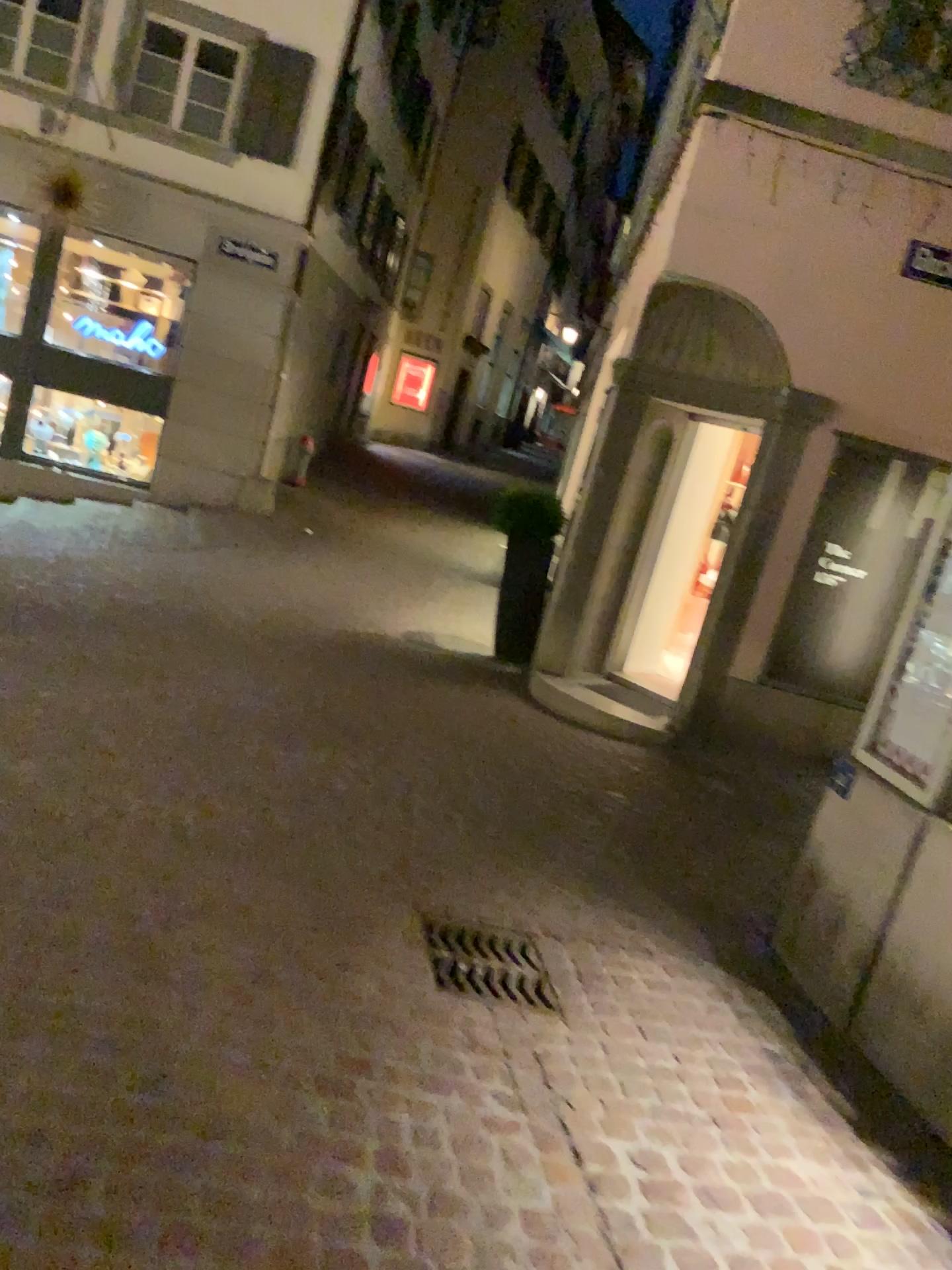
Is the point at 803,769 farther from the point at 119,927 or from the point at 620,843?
the point at 119,927
